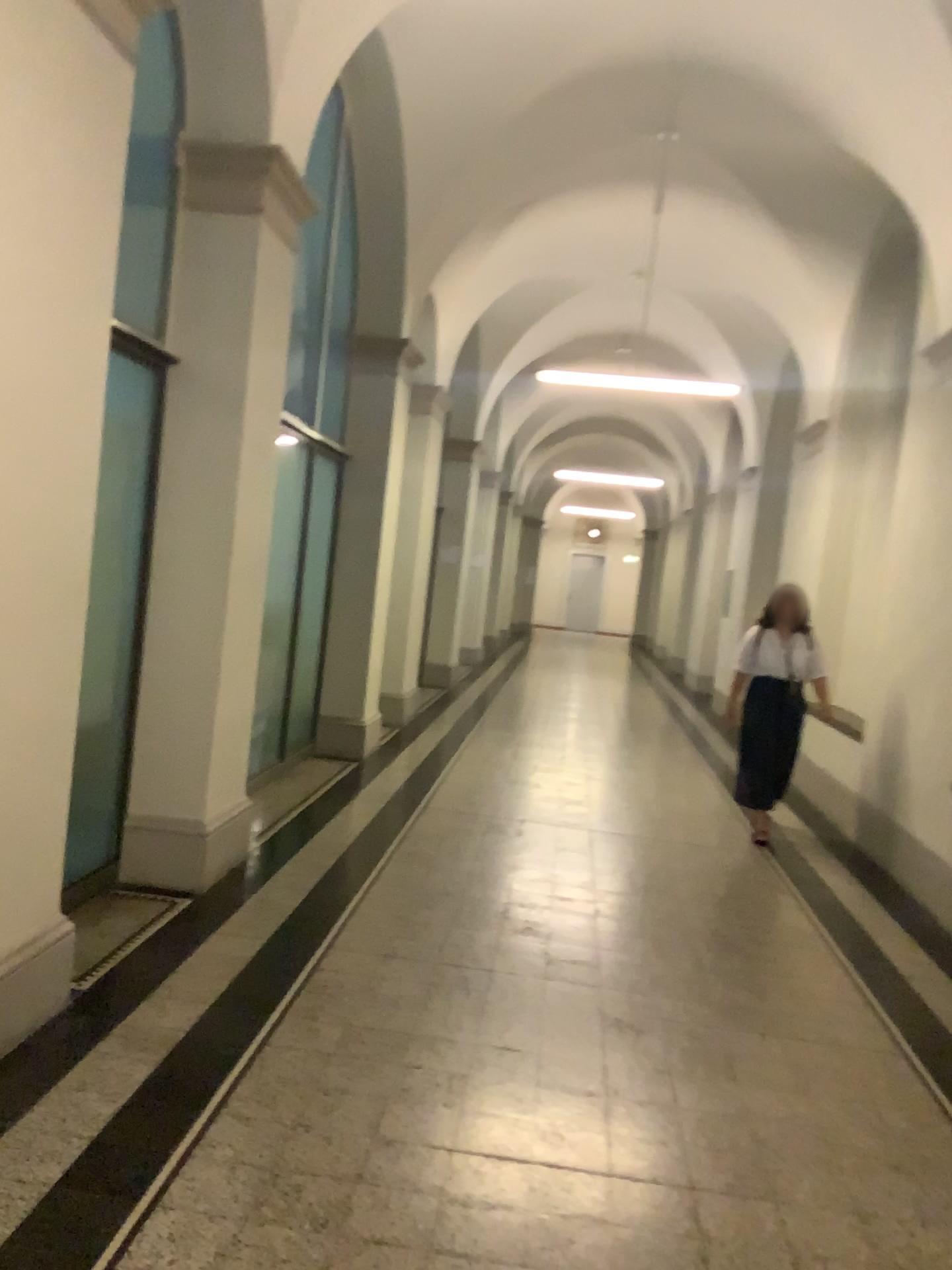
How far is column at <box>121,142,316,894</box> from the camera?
4.3m

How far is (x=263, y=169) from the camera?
4.32m

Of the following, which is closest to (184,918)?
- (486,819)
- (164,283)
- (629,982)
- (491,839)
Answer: (629,982)
